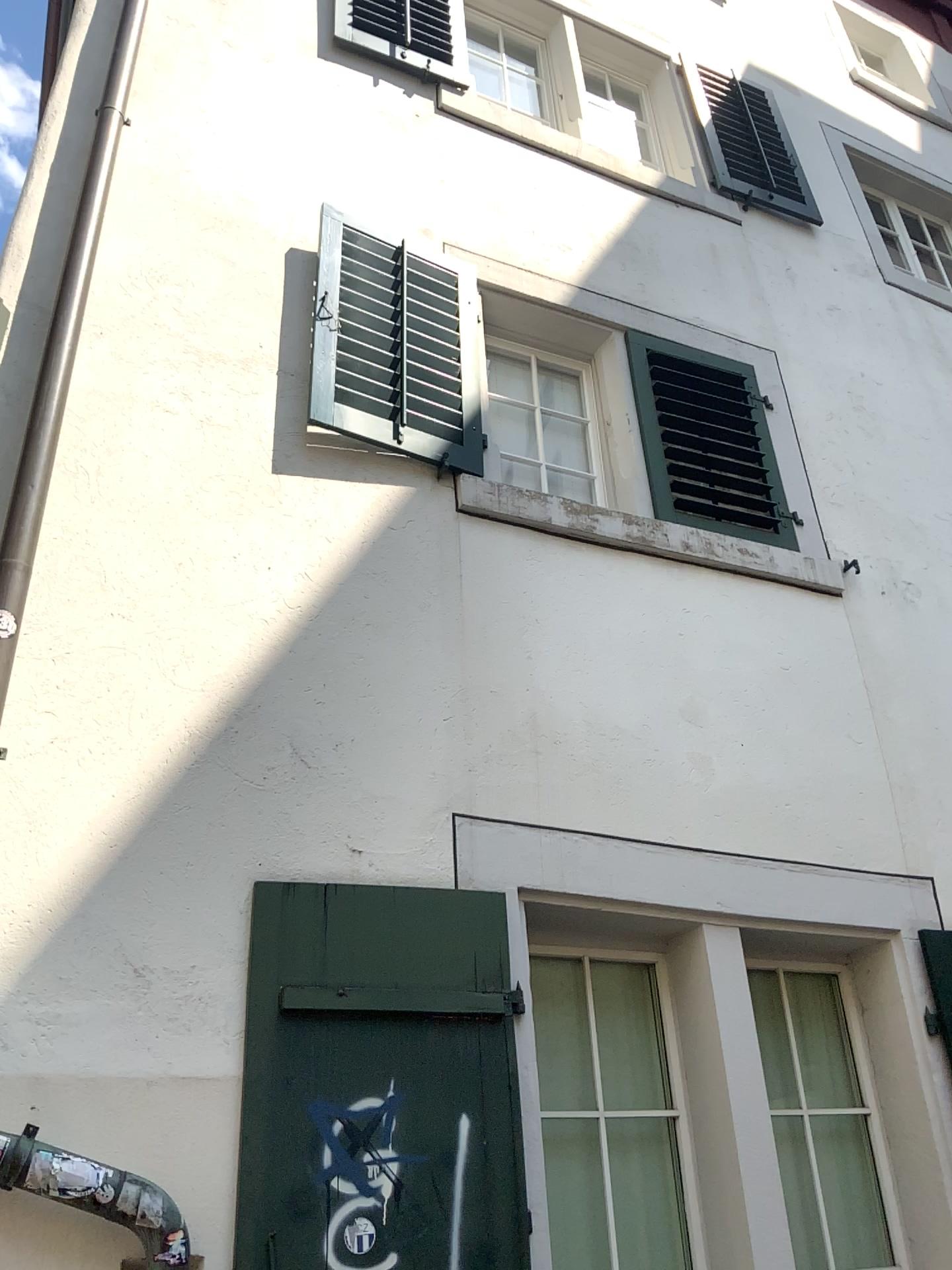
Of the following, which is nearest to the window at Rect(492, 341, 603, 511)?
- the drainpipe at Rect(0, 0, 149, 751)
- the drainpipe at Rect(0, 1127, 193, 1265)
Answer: the drainpipe at Rect(0, 0, 149, 751)

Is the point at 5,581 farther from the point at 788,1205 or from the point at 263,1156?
the point at 788,1205

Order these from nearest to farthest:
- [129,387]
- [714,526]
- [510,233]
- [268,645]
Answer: [268,645] → [129,387] → [714,526] → [510,233]

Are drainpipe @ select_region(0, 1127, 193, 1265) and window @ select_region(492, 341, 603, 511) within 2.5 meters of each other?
no

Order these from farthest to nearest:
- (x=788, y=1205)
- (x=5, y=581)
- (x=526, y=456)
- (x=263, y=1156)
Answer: (x=526, y=456) < (x=788, y=1205) < (x=5, y=581) < (x=263, y=1156)

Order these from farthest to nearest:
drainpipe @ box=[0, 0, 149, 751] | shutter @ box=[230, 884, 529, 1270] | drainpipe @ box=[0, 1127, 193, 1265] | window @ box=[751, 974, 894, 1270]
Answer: window @ box=[751, 974, 894, 1270]
drainpipe @ box=[0, 0, 149, 751]
shutter @ box=[230, 884, 529, 1270]
drainpipe @ box=[0, 1127, 193, 1265]

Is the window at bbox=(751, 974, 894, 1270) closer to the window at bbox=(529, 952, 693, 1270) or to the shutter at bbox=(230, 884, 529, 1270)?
the window at bbox=(529, 952, 693, 1270)

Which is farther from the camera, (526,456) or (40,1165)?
(526,456)

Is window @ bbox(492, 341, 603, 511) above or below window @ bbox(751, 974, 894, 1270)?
above

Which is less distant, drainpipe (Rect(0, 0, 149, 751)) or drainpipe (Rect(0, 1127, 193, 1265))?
drainpipe (Rect(0, 1127, 193, 1265))
